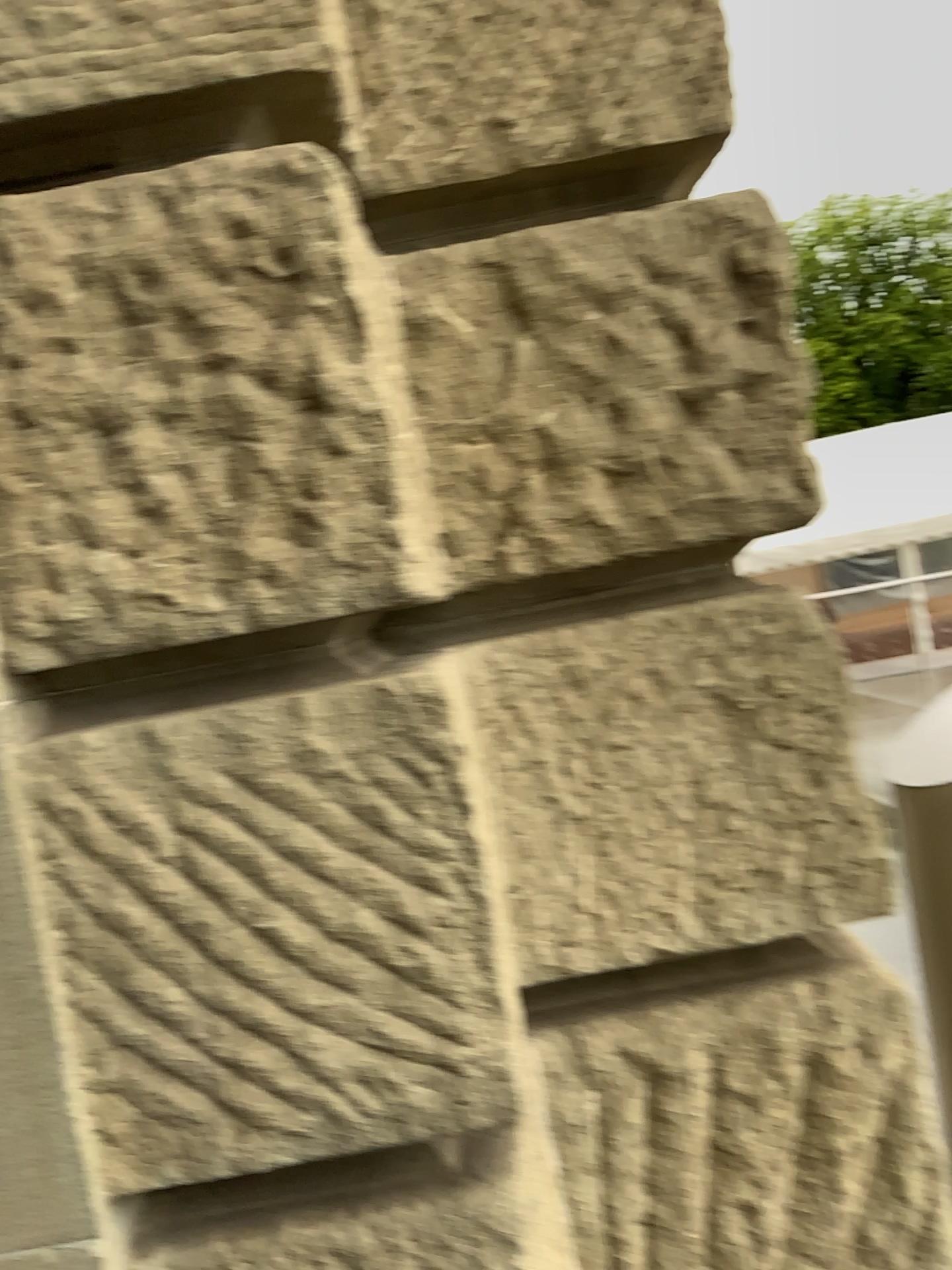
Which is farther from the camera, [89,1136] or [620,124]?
[620,124]
